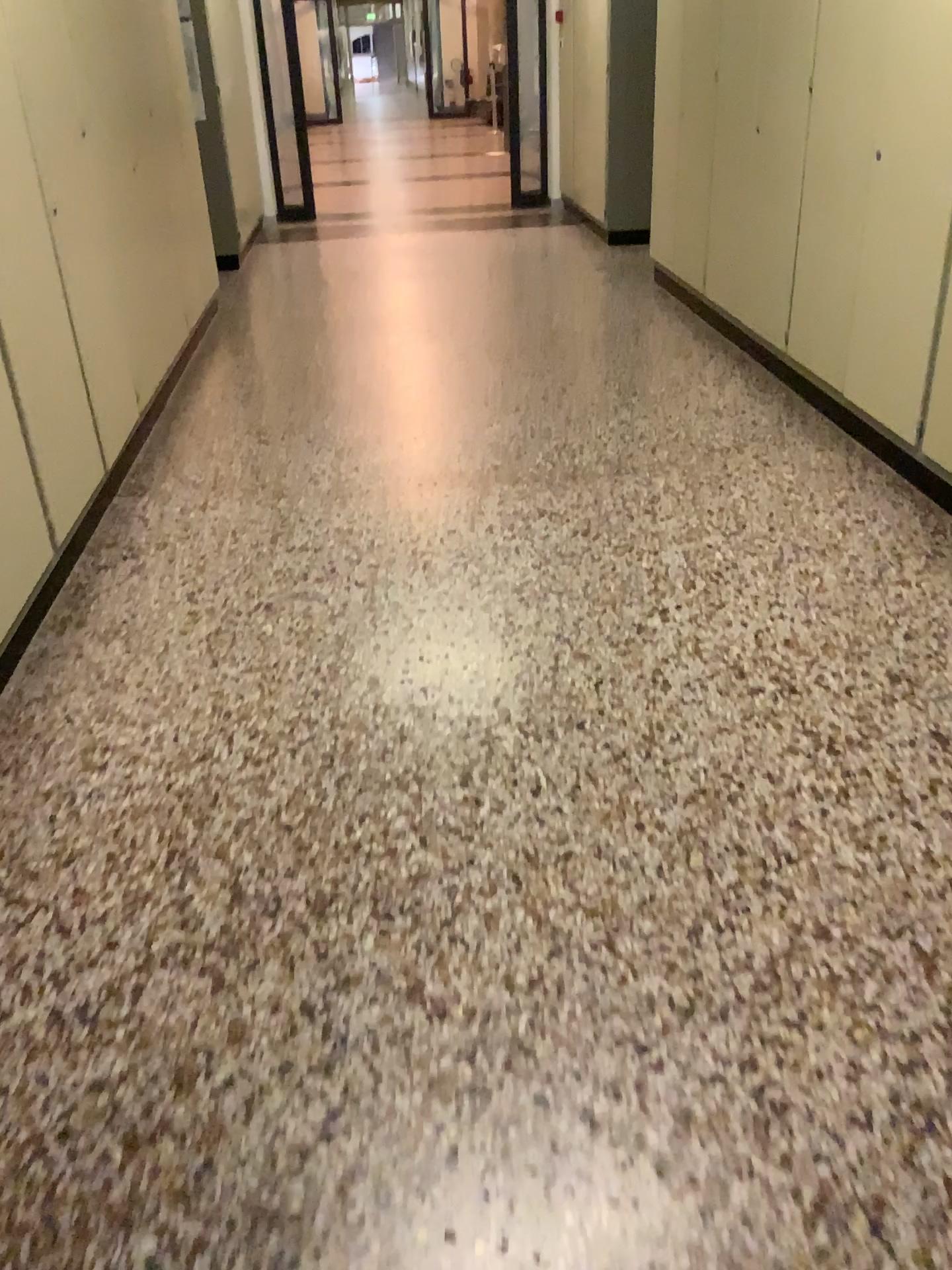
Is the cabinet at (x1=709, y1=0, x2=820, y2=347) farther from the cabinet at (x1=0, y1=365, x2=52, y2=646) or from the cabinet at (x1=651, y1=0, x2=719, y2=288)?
the cabinet at (x1=0, y1=365, x2=52, y2=646)

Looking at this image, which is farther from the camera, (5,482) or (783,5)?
(783,5)

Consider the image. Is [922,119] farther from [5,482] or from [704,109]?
[5,482]

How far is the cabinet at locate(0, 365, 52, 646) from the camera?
2.6 meters

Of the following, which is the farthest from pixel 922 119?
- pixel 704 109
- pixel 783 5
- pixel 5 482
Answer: pixel 5 482

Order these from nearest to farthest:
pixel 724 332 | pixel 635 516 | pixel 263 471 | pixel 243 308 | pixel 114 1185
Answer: pixel 114 1185
pixel 635 516
pixel 263 471
pixel 724 332
pixel 243 308

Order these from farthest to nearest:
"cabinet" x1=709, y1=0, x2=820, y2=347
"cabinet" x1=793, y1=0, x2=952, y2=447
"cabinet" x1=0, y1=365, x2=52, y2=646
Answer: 1. "cabinet" x1=709, y1=0, x2=820, y2=347
2. "cabinet" x1=793, y1=0, x2=952, y2=447
3. "cabinet" x1=0, y1=365, x2=52, y2=646

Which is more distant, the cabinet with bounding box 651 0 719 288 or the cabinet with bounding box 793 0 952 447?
the cabinet with bounding box 651 0 719 288

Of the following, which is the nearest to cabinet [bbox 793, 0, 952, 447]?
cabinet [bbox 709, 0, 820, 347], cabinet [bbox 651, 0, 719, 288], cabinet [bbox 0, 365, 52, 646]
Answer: cabinet [bbox 709, 0, 820, 347]

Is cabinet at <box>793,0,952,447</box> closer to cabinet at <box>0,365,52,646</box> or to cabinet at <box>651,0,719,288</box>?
cabinet at <box>651,0,719,288</box>
